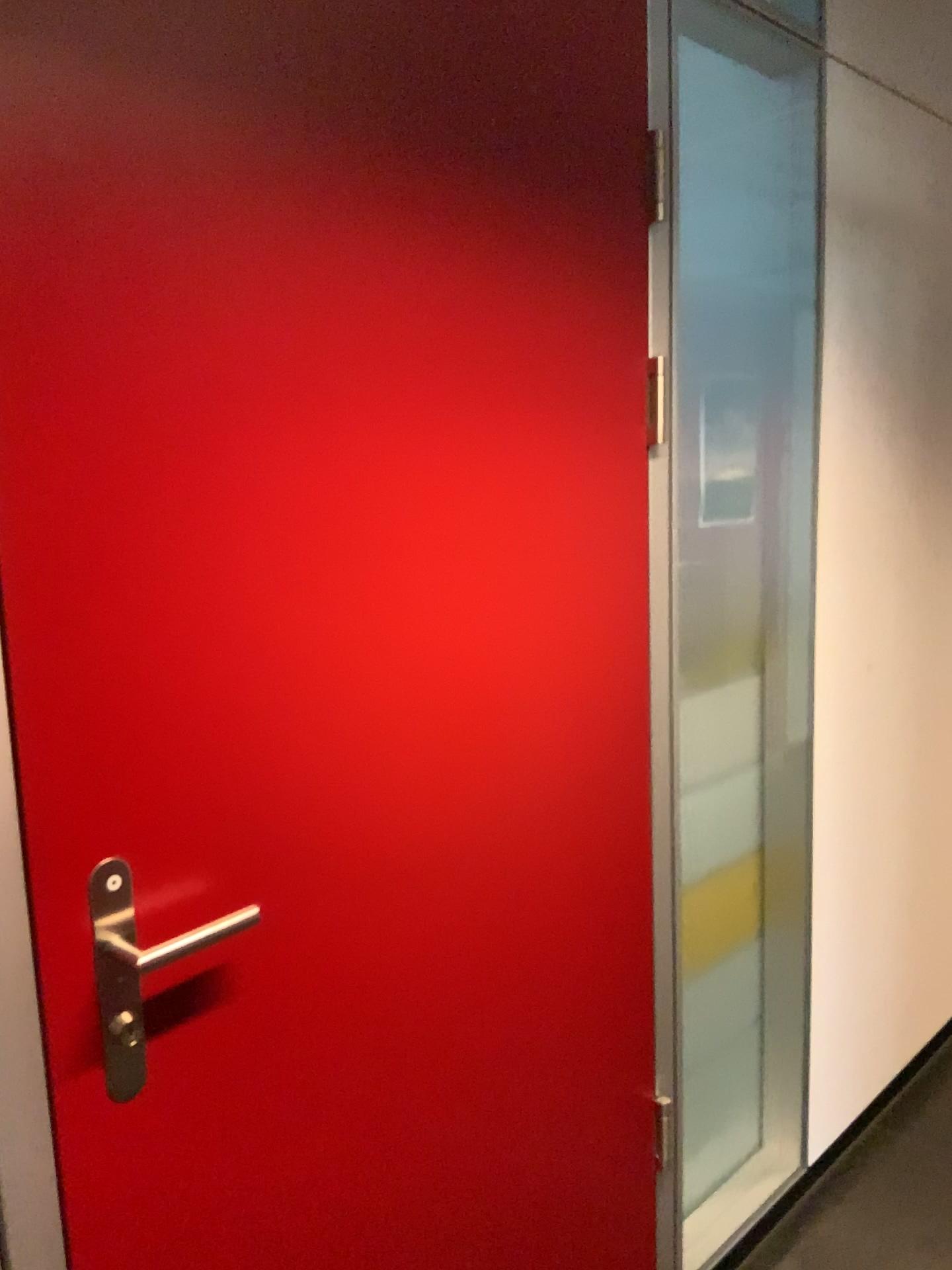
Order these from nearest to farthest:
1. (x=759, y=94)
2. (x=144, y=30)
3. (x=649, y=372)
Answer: (x=144, y=30) → (x=649, y=372) → (x=759, y=94)

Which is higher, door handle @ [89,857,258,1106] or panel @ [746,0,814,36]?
panel @ [746,0,814,36]

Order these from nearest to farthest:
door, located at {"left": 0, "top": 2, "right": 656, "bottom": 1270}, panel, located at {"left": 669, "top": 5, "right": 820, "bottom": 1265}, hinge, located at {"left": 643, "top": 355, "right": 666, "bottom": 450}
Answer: door, located at {"left": 0, "top": 2, "right": 656, "bottom": 1270} → hinge, located at {"left": 643, "top": 355, "right": 666, "bottom": 450} → panel, located at {"left": 669, "top": 5, "right": 820, "bottom": 1265}

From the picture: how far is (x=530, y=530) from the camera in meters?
1.4 m

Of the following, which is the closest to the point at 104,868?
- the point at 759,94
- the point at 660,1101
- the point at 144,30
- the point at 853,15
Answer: the point at 144,30

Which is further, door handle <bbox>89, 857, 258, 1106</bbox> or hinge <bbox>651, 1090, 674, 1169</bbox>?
hinge <bbox>651, 1090, 674, 1169</bbox>

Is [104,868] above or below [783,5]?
below

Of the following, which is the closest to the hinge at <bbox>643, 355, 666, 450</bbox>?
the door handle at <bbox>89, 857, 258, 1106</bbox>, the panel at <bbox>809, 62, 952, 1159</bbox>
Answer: the panel at <bbox>809, 62, 952, 1159</bbox>

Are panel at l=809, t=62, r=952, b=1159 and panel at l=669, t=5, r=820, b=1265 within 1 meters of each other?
yes

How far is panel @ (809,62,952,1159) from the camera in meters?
2.1 m
